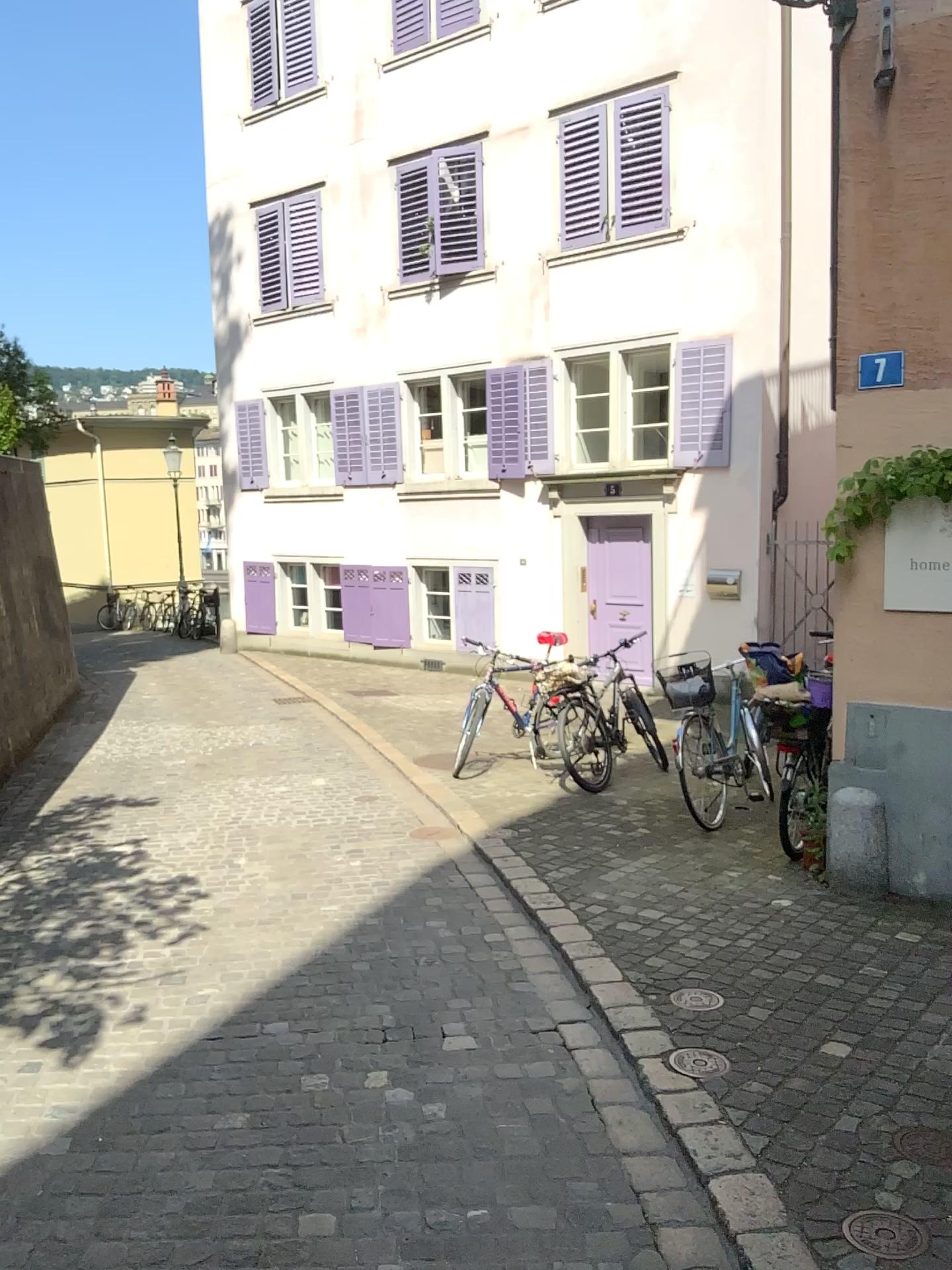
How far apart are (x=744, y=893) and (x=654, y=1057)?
1.7m

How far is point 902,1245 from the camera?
2.4 meters

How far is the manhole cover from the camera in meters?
2.4
